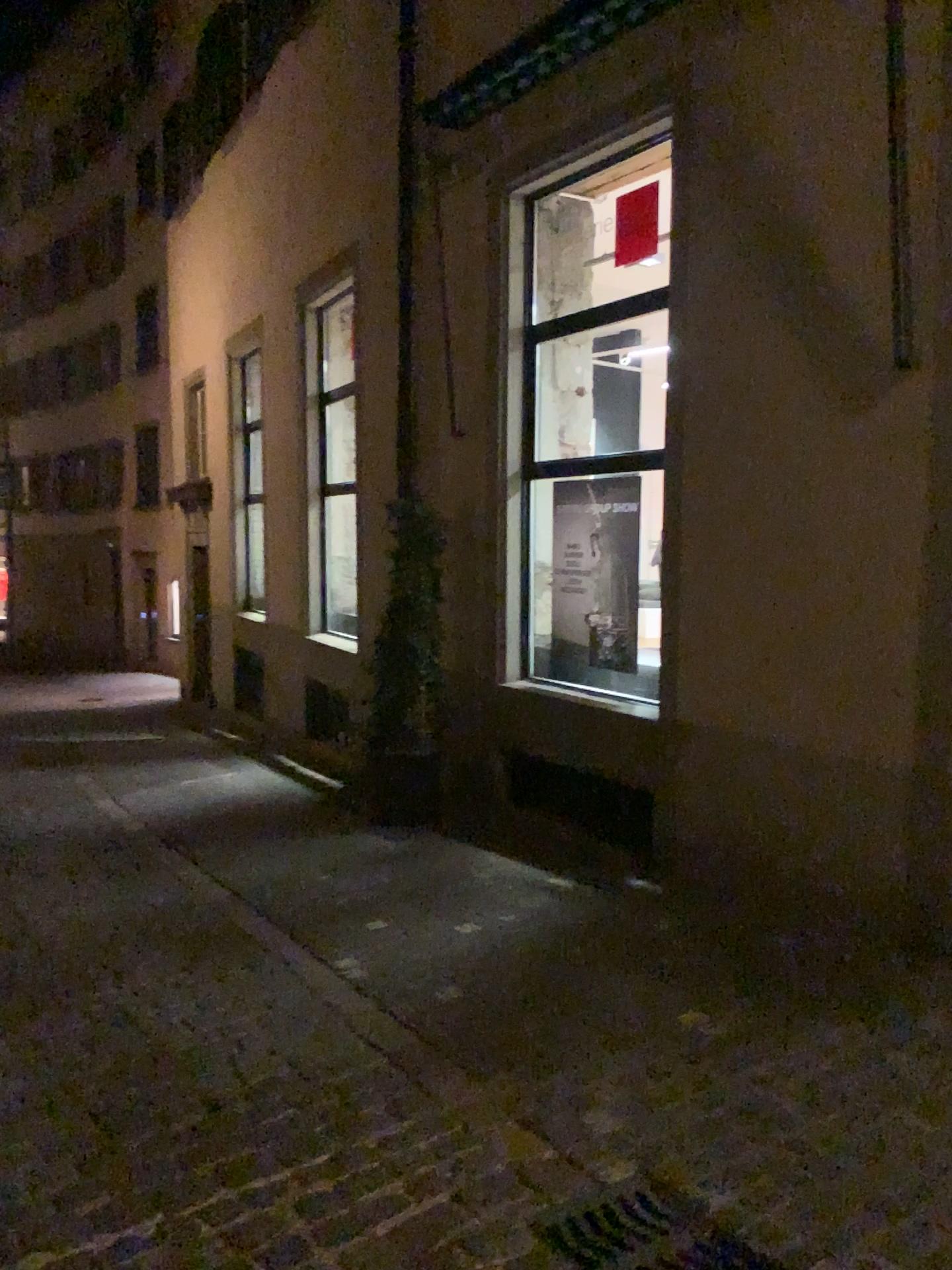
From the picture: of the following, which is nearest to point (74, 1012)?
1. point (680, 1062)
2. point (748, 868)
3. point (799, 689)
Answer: point (680, 1062)
